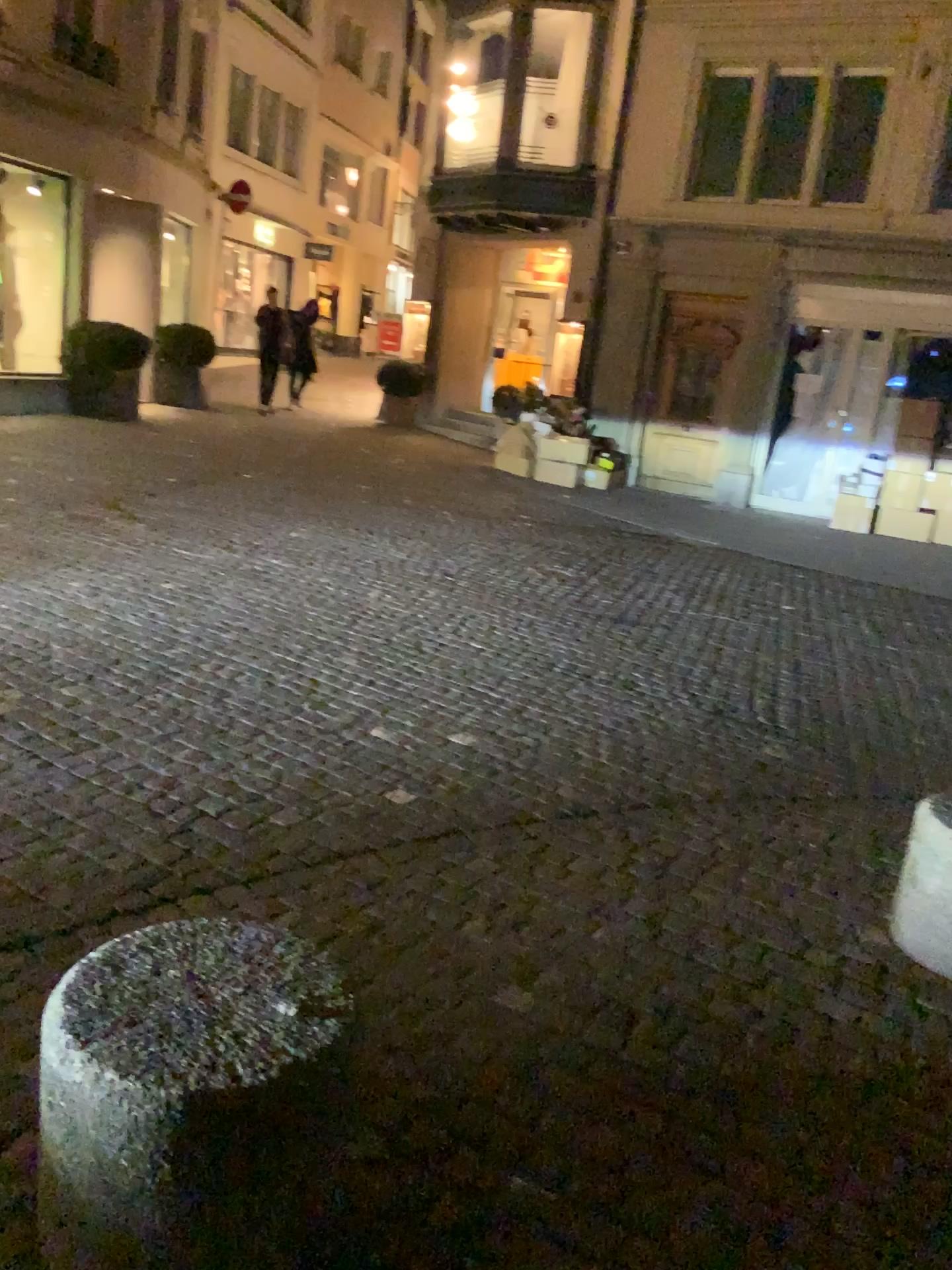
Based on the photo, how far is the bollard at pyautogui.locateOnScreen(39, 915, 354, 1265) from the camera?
1.48m

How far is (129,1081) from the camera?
1.5m

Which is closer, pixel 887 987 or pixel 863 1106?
pixel 863 1106
